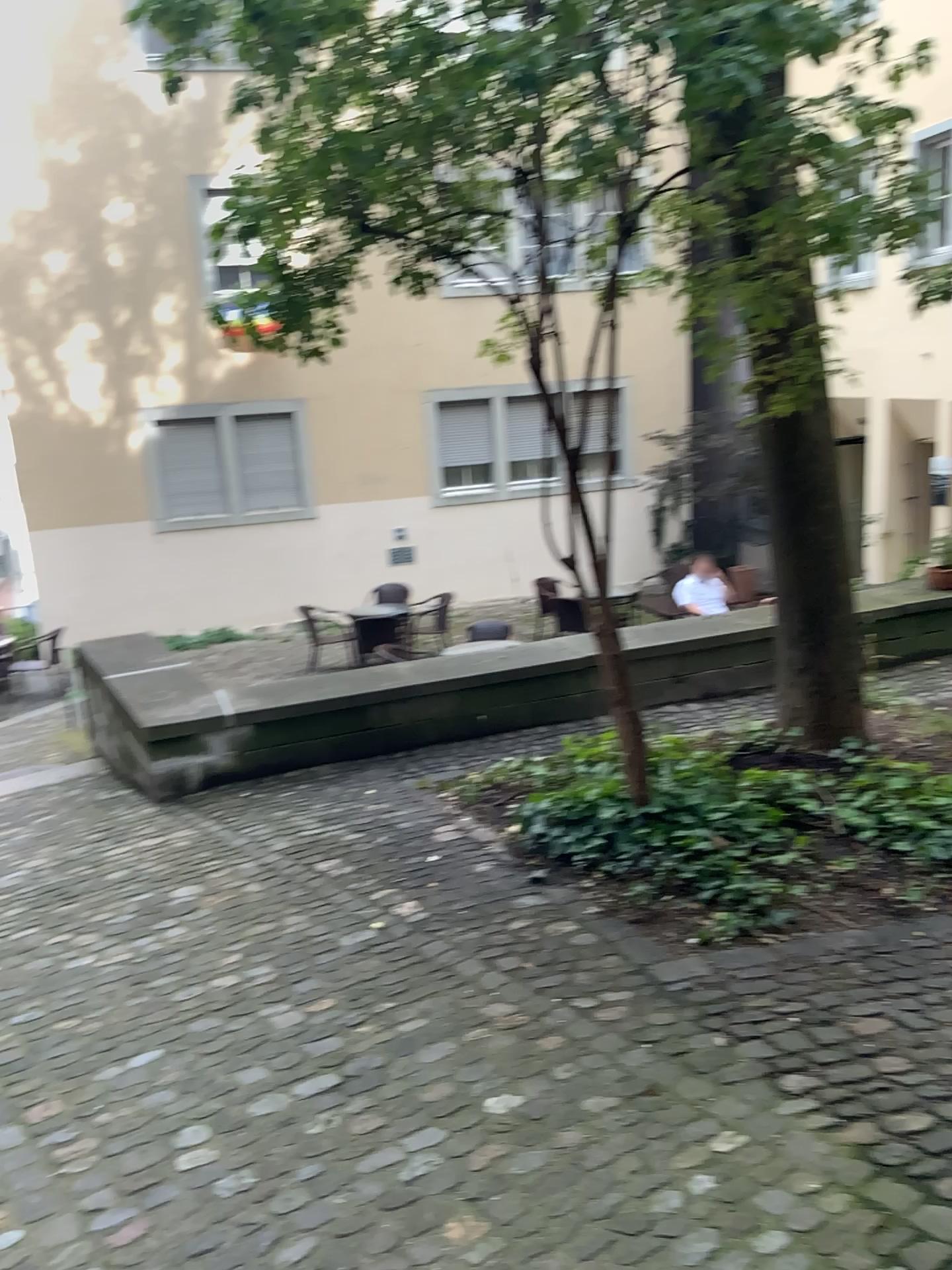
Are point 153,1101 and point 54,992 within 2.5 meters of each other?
yes
